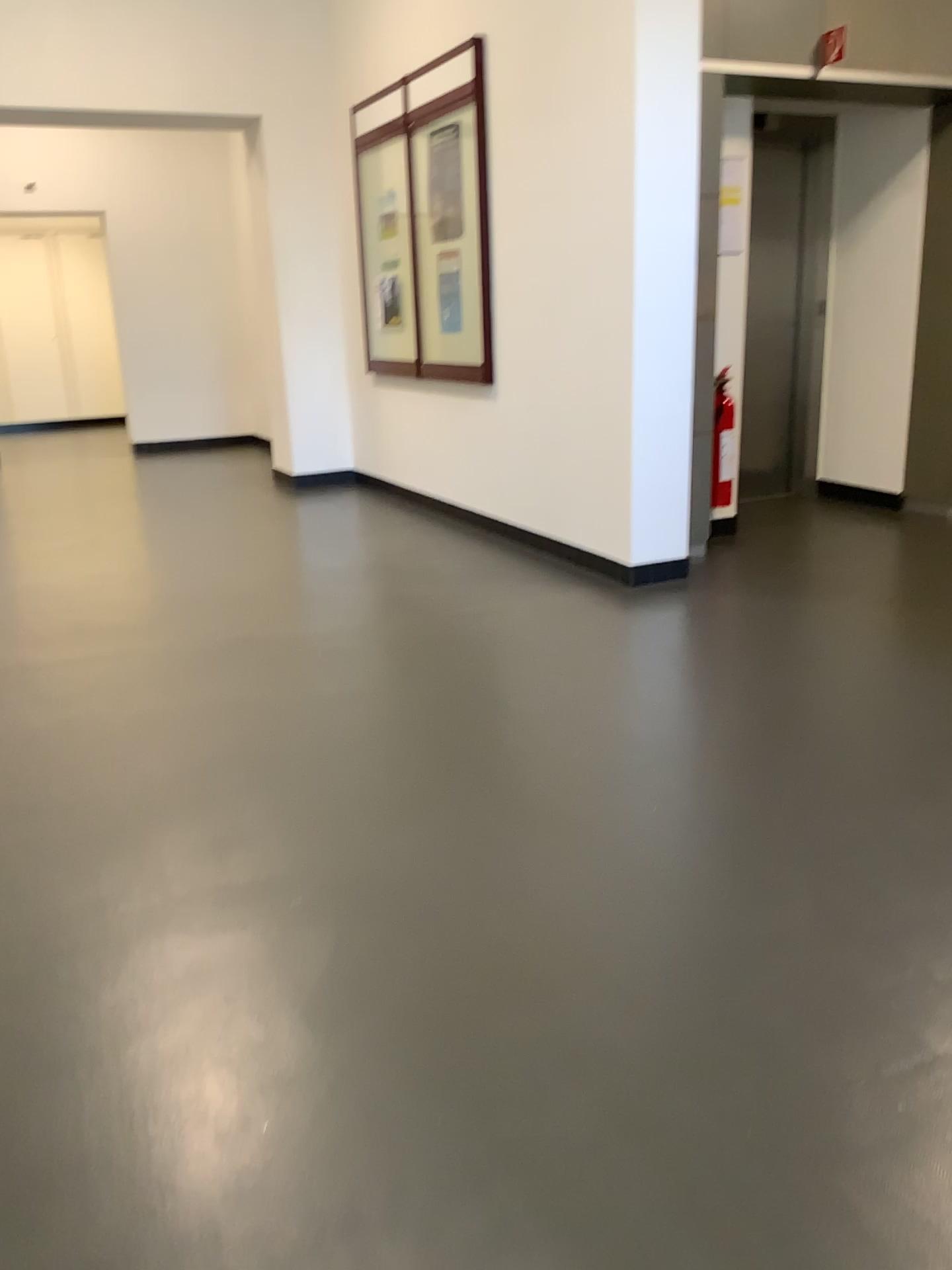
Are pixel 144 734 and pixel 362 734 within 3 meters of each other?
yes
